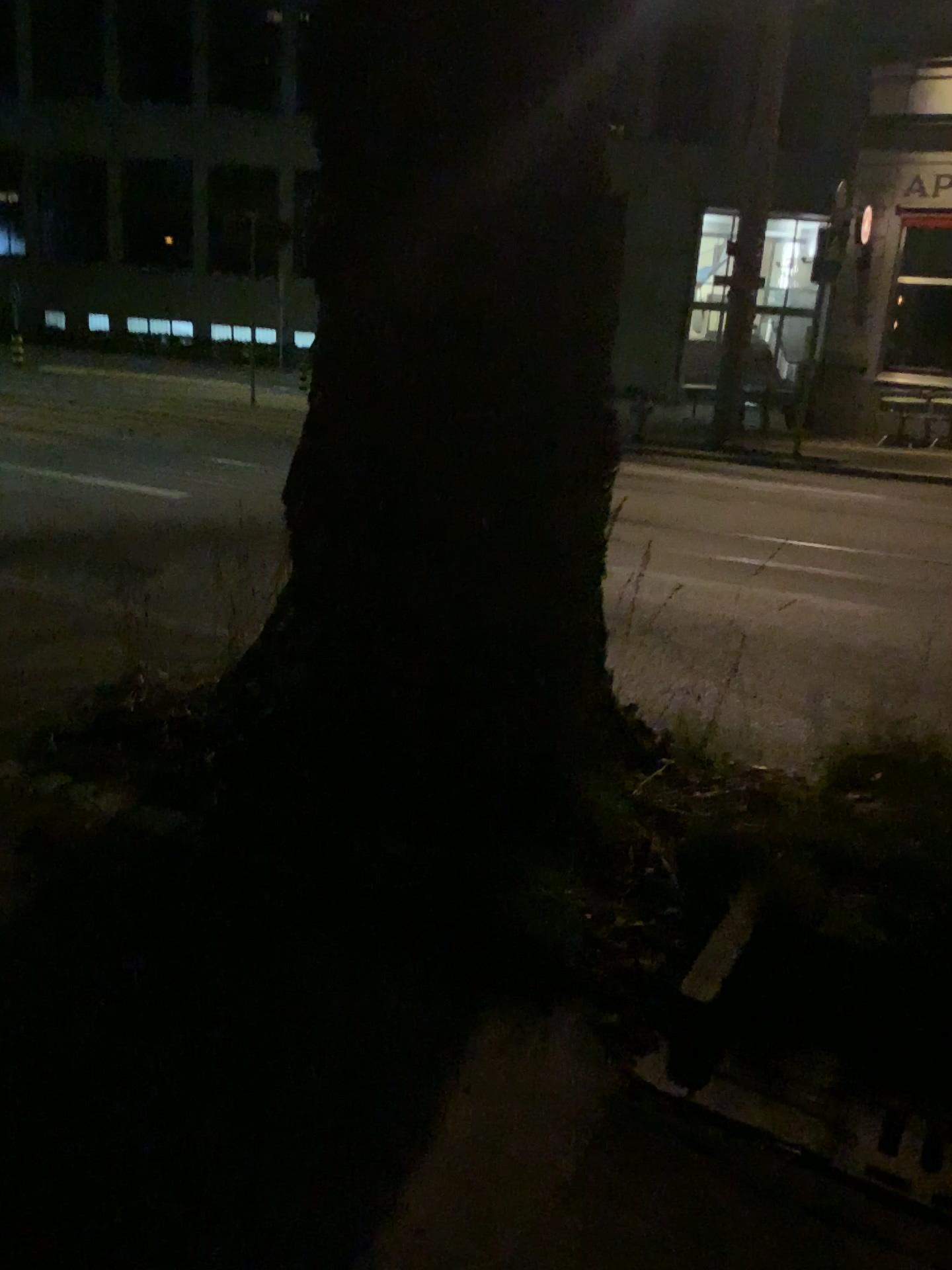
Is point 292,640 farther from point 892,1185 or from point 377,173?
point 892,1185
